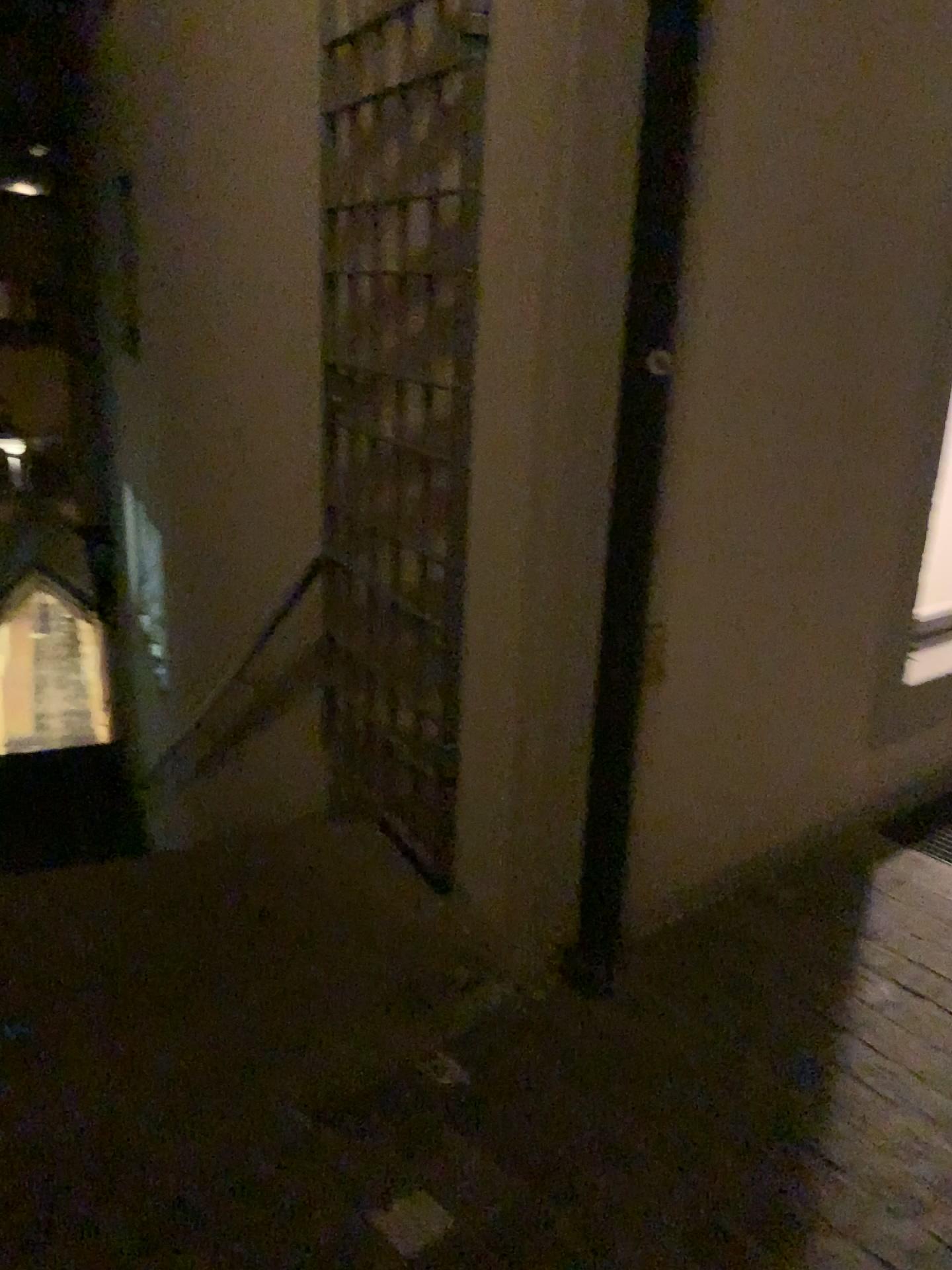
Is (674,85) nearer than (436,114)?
Yes

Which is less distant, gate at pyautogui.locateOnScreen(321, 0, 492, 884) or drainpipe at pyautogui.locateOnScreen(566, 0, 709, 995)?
drainpipe at pyautogui.locateOnScreen(566, 0, 709, 995)

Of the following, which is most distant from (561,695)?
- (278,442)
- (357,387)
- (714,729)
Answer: (278,442)
